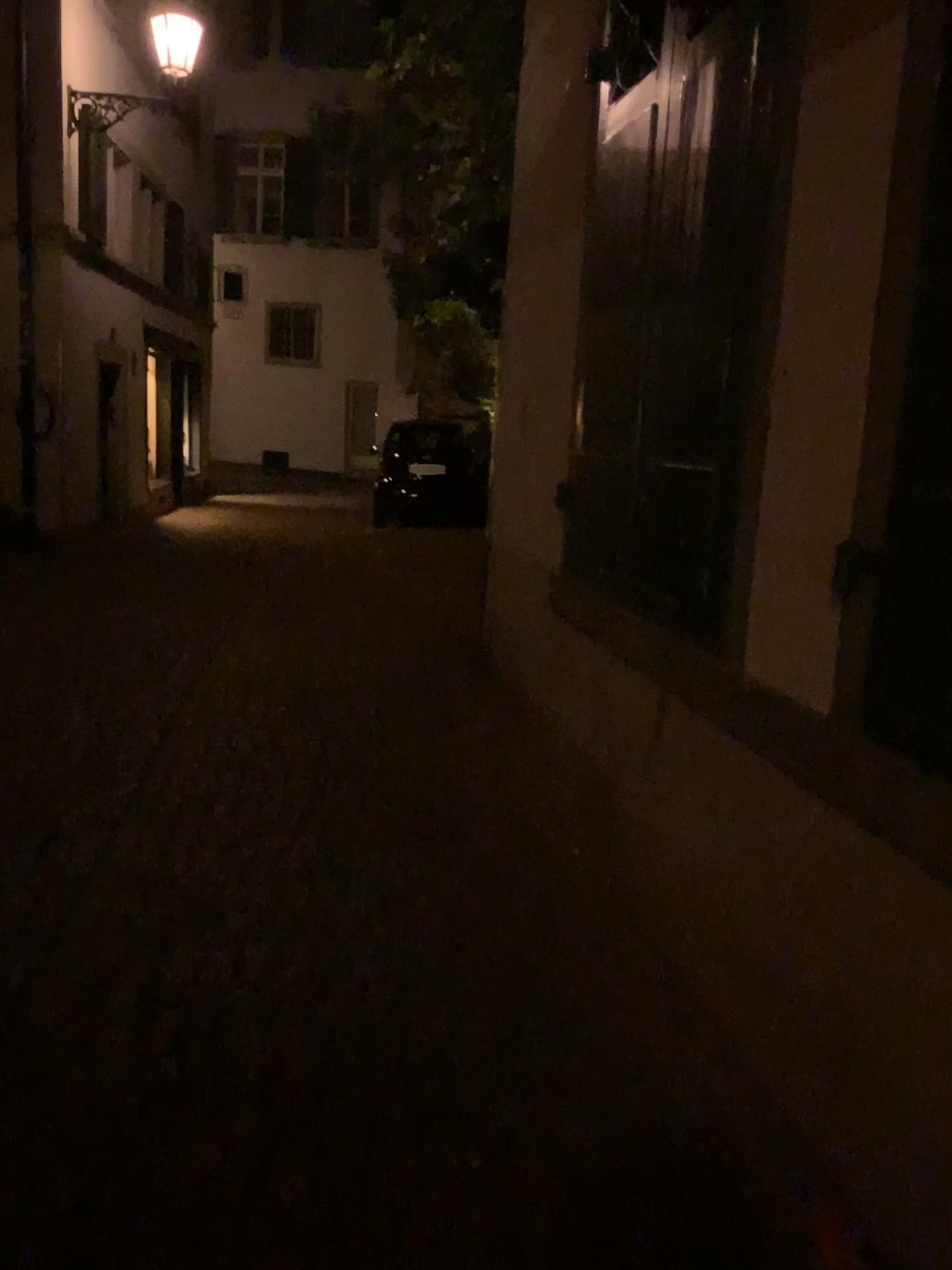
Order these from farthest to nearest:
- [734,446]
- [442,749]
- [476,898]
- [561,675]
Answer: [442,749], [561,675], [476,898], [734,446]
